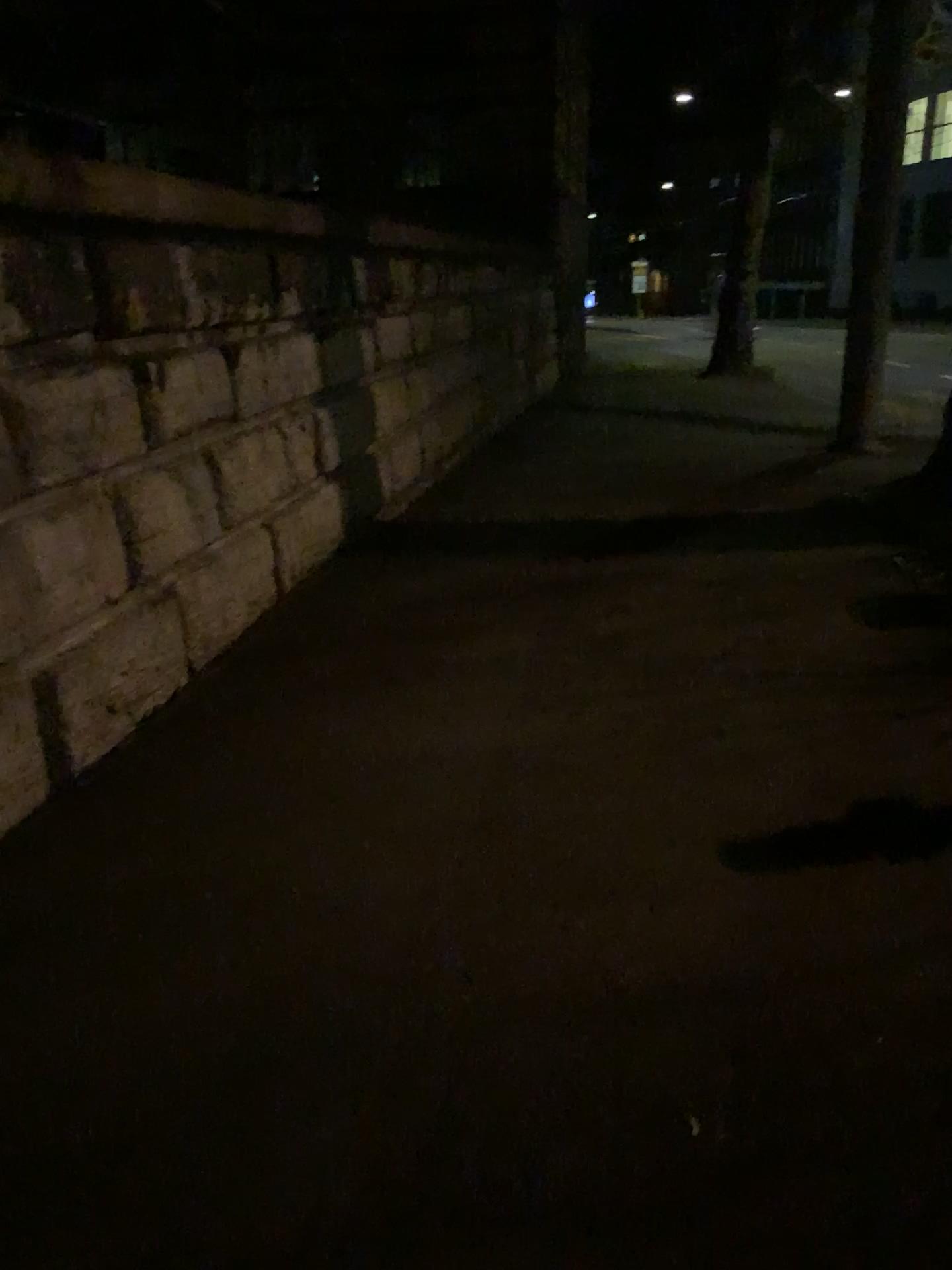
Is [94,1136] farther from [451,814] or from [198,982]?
[451,814]
